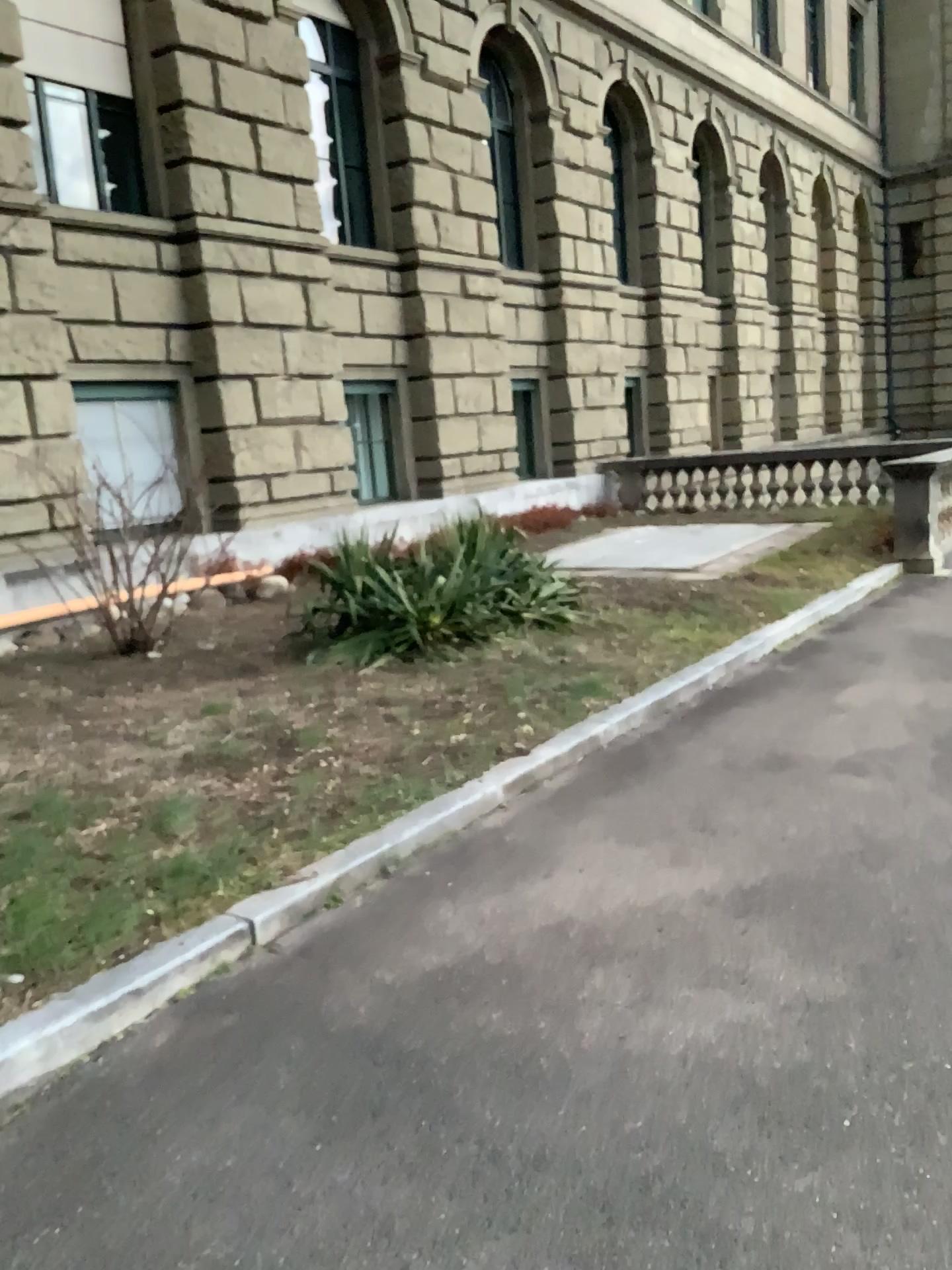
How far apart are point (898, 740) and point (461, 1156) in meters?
3.4
